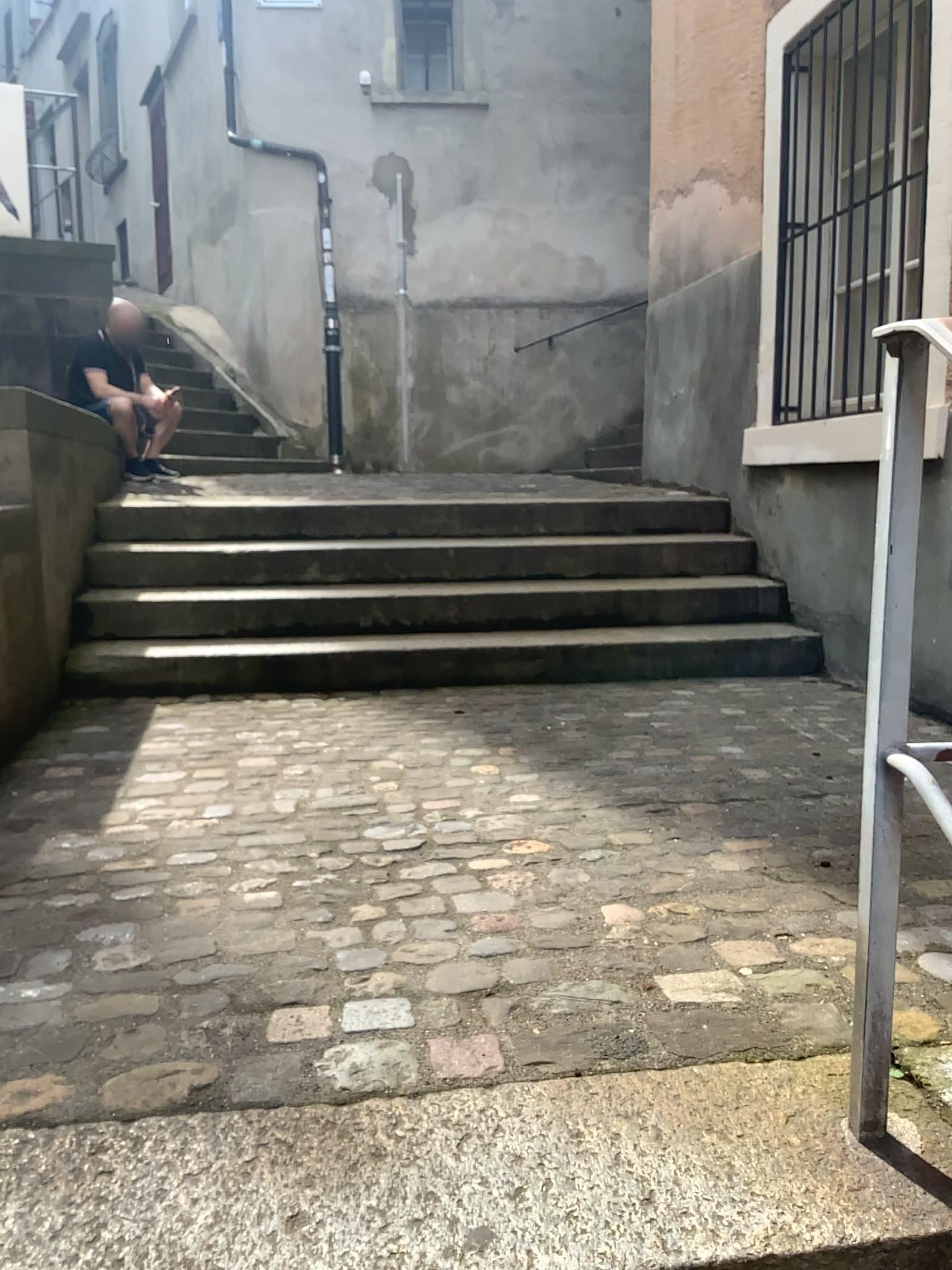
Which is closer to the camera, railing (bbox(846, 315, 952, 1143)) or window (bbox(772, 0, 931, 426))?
railing (bbox(846, 315, 952, 1143))

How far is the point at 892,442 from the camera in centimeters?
108cm

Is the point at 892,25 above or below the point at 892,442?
above

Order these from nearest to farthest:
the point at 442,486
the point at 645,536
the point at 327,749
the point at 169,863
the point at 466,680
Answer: the point at 169,863
the point at 327,749
the point at 466,680
the point at 645,536
the point at 442,486

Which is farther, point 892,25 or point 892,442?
point 892,25

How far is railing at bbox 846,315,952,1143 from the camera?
1.1 meters
